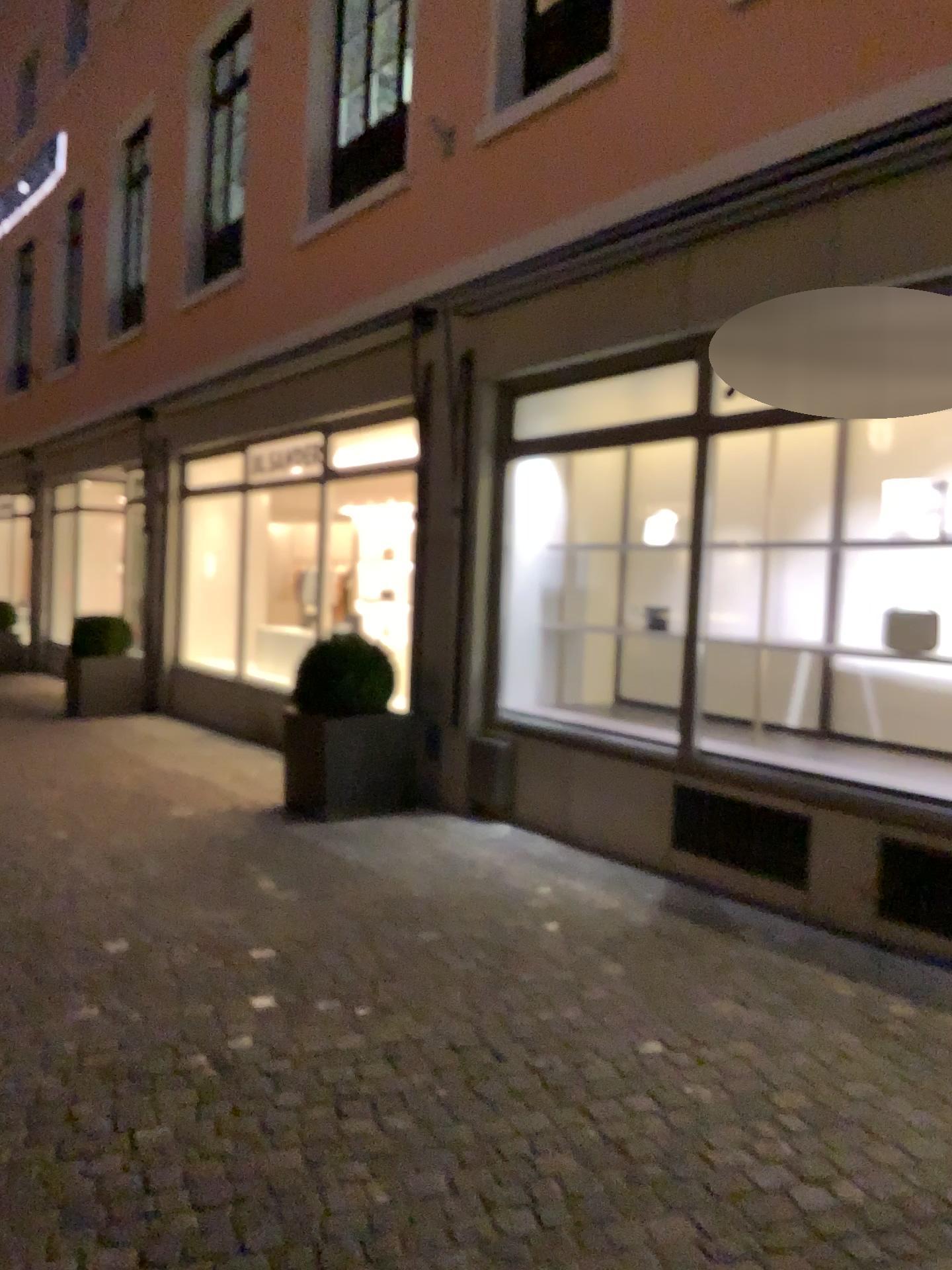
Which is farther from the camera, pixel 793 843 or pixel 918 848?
pixel 793 843

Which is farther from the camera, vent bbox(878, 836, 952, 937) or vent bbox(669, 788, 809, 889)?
vent bbox(669, 788, 809, 889)

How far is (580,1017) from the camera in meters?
3.3 m

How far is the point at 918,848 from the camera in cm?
401

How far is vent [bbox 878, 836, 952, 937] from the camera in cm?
401
